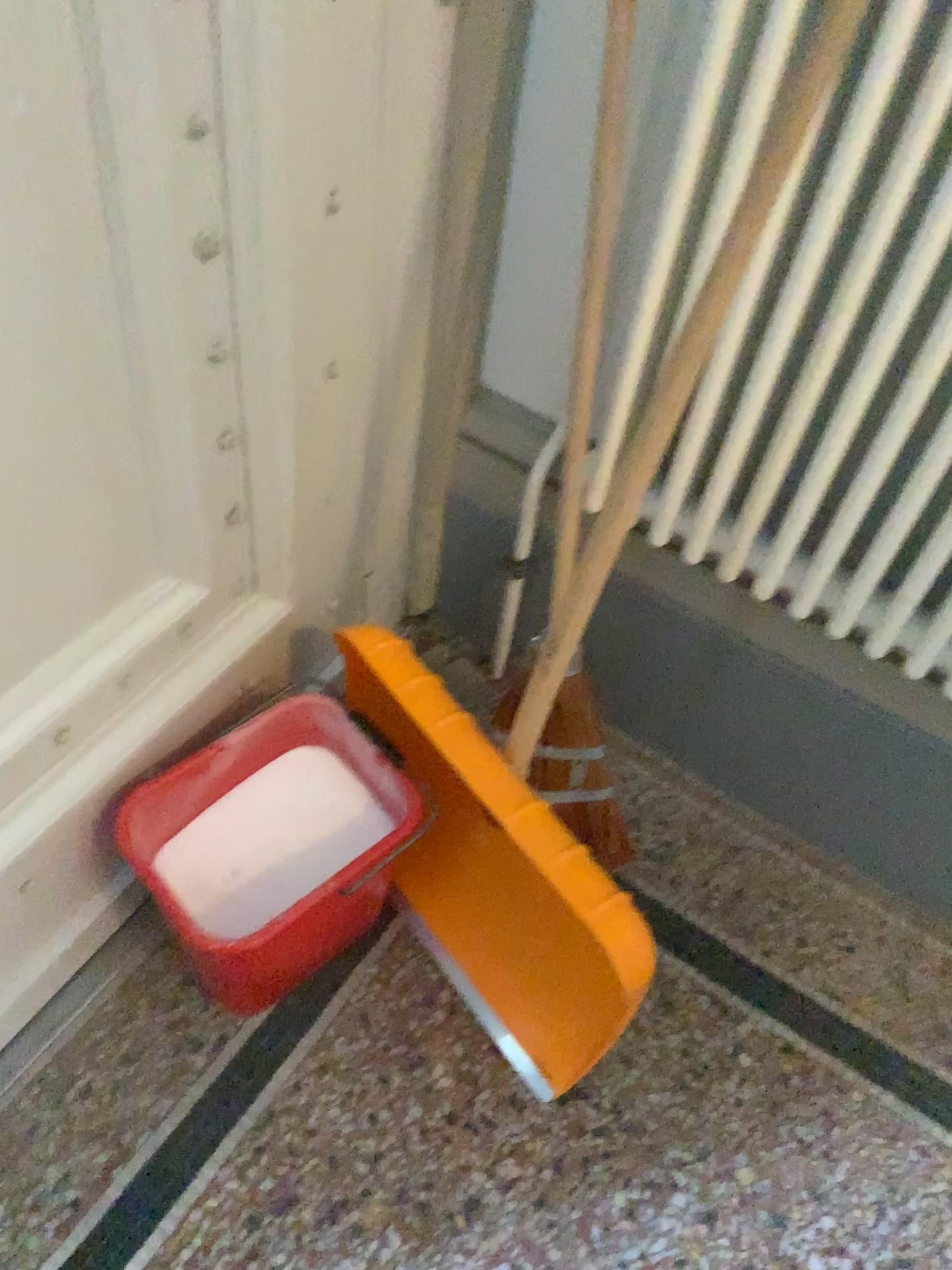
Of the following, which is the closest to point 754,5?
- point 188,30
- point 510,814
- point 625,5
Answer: point 625,5

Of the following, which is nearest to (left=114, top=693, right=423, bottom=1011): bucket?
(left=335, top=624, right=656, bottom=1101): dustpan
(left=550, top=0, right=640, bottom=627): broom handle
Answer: (left=335, top=624, right=656, bottom=1101): dustpan

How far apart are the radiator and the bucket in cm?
41

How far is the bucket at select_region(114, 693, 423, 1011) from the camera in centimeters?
112cm

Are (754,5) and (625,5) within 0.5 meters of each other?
yes

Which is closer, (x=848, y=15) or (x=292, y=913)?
(x=848, y=15)

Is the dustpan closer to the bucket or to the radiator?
the bucket

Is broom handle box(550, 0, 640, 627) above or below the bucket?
above

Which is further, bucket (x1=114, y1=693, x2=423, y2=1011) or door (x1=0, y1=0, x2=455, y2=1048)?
bucket (x1=114, y1=693, x2=423, y2=1011)

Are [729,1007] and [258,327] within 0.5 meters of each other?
no
